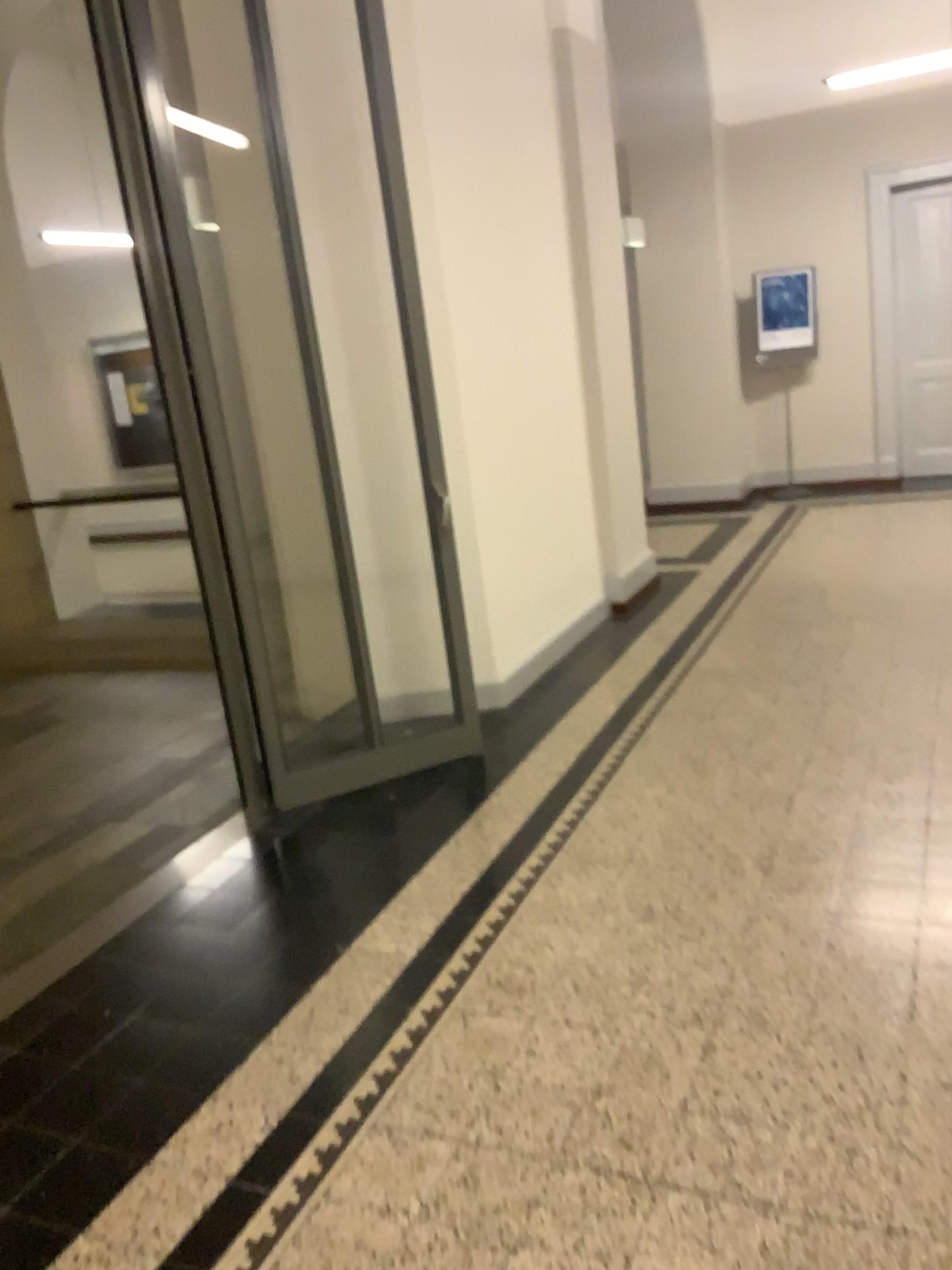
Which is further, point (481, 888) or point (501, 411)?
point (501, 411)
